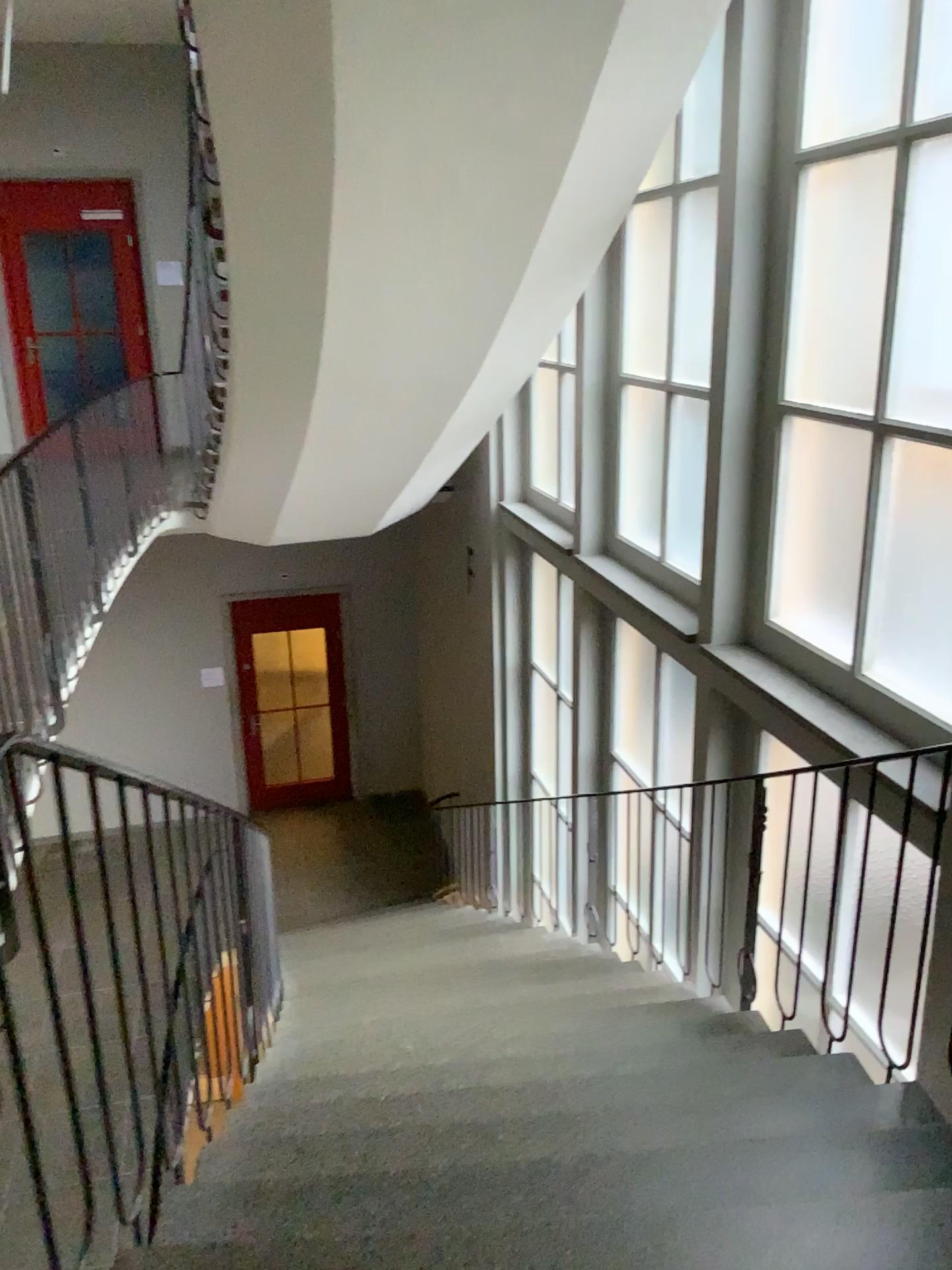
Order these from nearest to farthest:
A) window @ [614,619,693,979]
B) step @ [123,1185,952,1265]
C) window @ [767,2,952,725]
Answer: step @ [123,1185,952,1265], window @ [767,2,952,725], window @ [614,619,693,979]

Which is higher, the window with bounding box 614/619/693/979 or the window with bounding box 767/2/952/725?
the window with bounding box 767/2/952/725

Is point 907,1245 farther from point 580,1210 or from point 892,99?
point 892,99

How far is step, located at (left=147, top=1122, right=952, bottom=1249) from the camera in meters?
1.8 m

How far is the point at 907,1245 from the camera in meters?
1.6

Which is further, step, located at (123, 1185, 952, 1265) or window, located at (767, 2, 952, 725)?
window, located at (767, 2, 952, 725)

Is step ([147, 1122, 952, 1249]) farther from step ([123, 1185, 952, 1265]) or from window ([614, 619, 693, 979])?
window ([614, 619, 693, 979])

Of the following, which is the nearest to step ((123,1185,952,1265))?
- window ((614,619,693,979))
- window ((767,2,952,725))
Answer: window ((767,2,952,725))

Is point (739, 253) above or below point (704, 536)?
above

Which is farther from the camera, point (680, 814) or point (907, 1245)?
point (680, 814)
